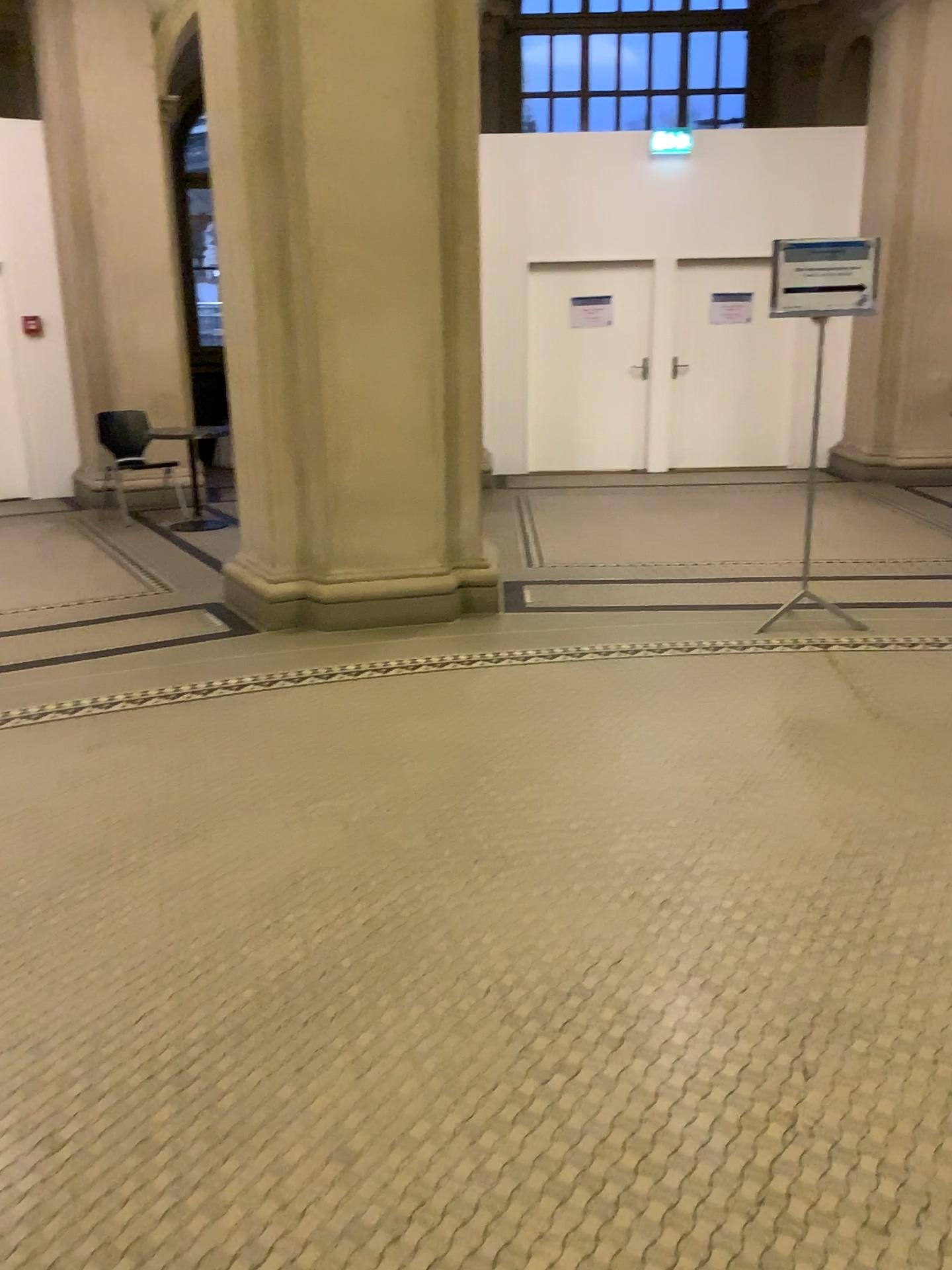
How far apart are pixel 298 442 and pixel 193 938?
2.93m
